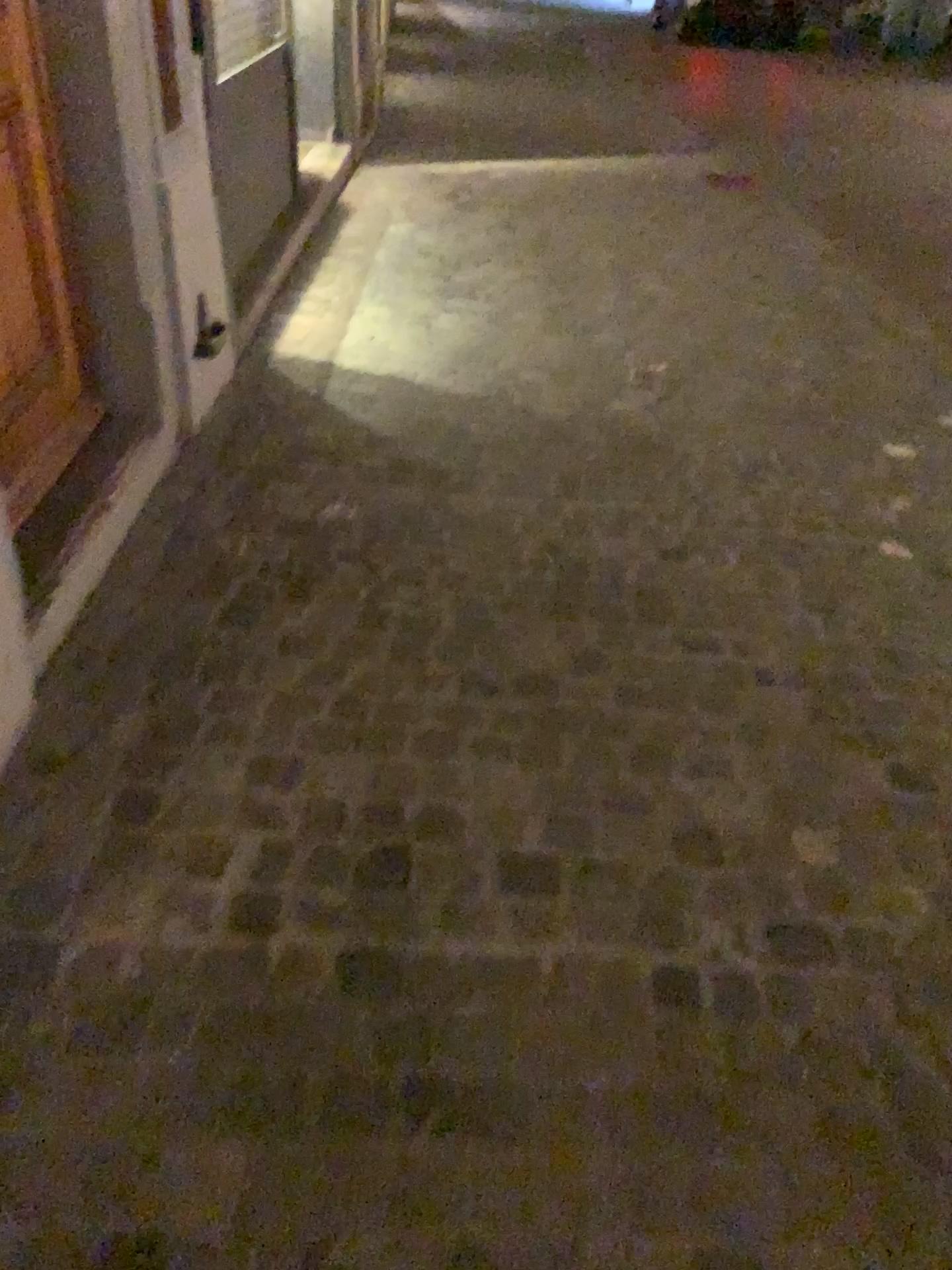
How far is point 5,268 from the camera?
2.2m

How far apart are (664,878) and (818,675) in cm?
76

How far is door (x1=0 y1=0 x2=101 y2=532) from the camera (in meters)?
2.18
